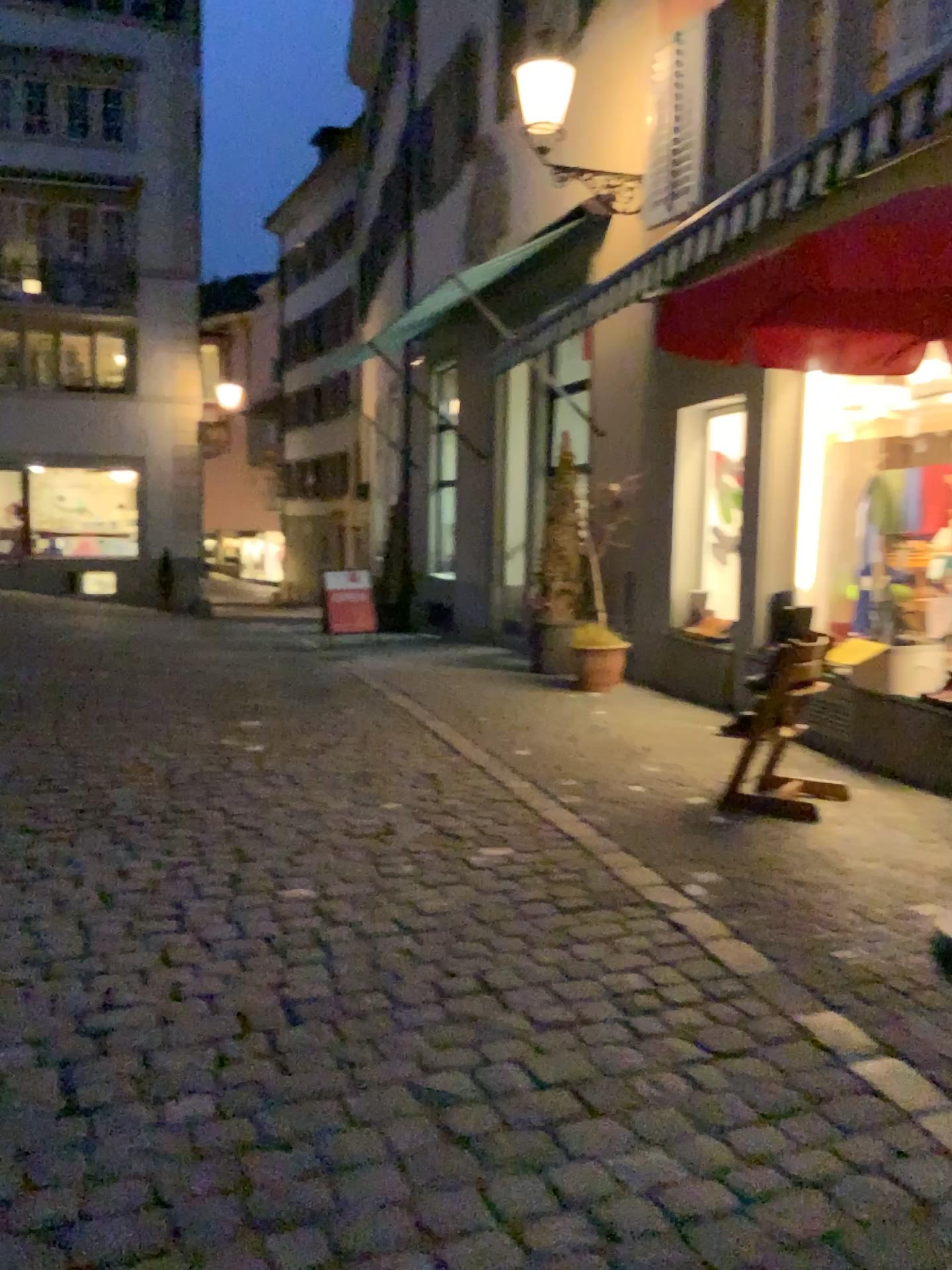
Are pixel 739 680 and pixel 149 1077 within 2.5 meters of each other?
no
